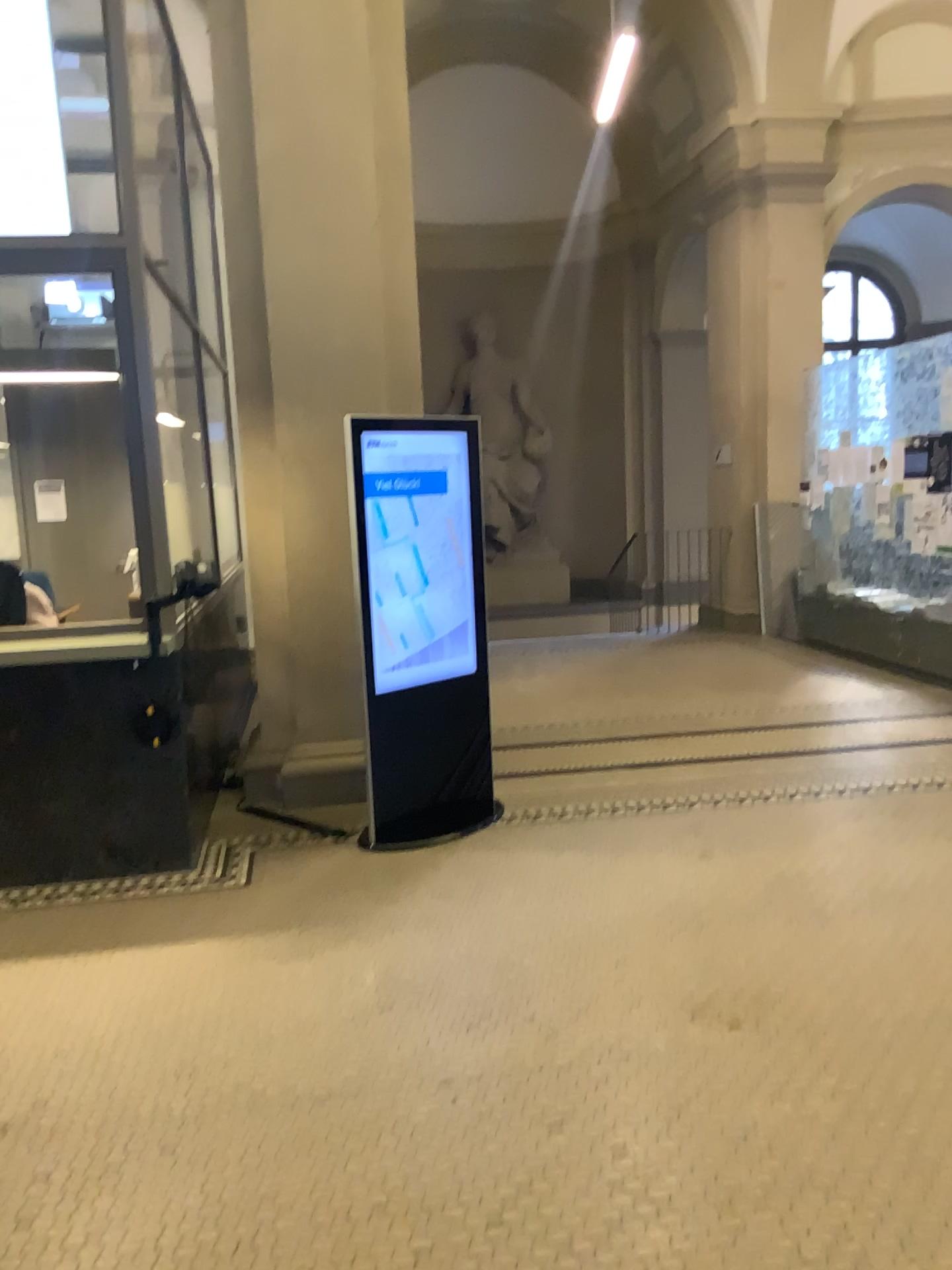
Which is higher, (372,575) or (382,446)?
(382,446)

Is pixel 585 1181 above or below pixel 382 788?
below
